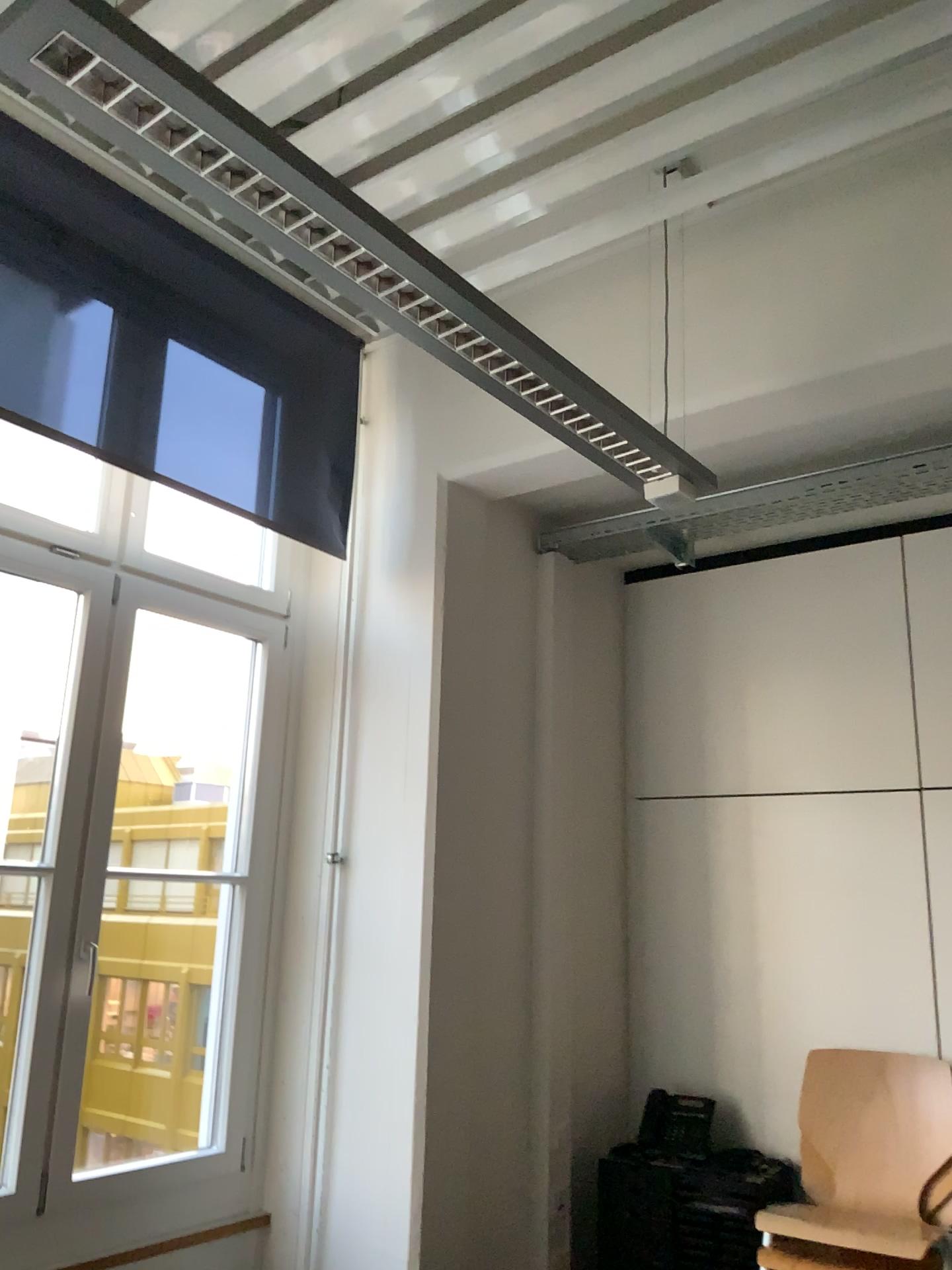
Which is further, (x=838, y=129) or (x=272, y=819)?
(x=272, y=819)

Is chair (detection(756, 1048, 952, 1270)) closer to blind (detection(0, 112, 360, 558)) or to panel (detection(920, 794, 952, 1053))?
panel (detection(920, 794, 952, 1053))

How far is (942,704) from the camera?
3.2m

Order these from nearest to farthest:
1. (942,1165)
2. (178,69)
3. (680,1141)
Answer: (178,69), (942,1165), (680,1141)

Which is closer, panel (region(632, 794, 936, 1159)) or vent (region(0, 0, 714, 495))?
vent (region(0, 0, 714, 495))

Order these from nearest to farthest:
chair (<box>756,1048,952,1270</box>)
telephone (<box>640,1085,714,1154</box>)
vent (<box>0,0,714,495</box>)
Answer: vent (<box>0,0,714,495</box>) < chair (<box>756,1048,952,1270</box>) < telephone (<box>640,1085,714,1154</box>)

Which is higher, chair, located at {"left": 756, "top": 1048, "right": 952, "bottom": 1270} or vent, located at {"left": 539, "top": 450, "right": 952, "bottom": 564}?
vent, located at {"left": 539, "top": 450, "right": 952, "bottom": 564}

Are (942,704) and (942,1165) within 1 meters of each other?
no

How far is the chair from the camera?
2.9 meters

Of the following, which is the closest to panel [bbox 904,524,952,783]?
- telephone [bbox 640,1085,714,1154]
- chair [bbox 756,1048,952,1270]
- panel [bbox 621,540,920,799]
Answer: panel [bbox 621,540,920,799]
